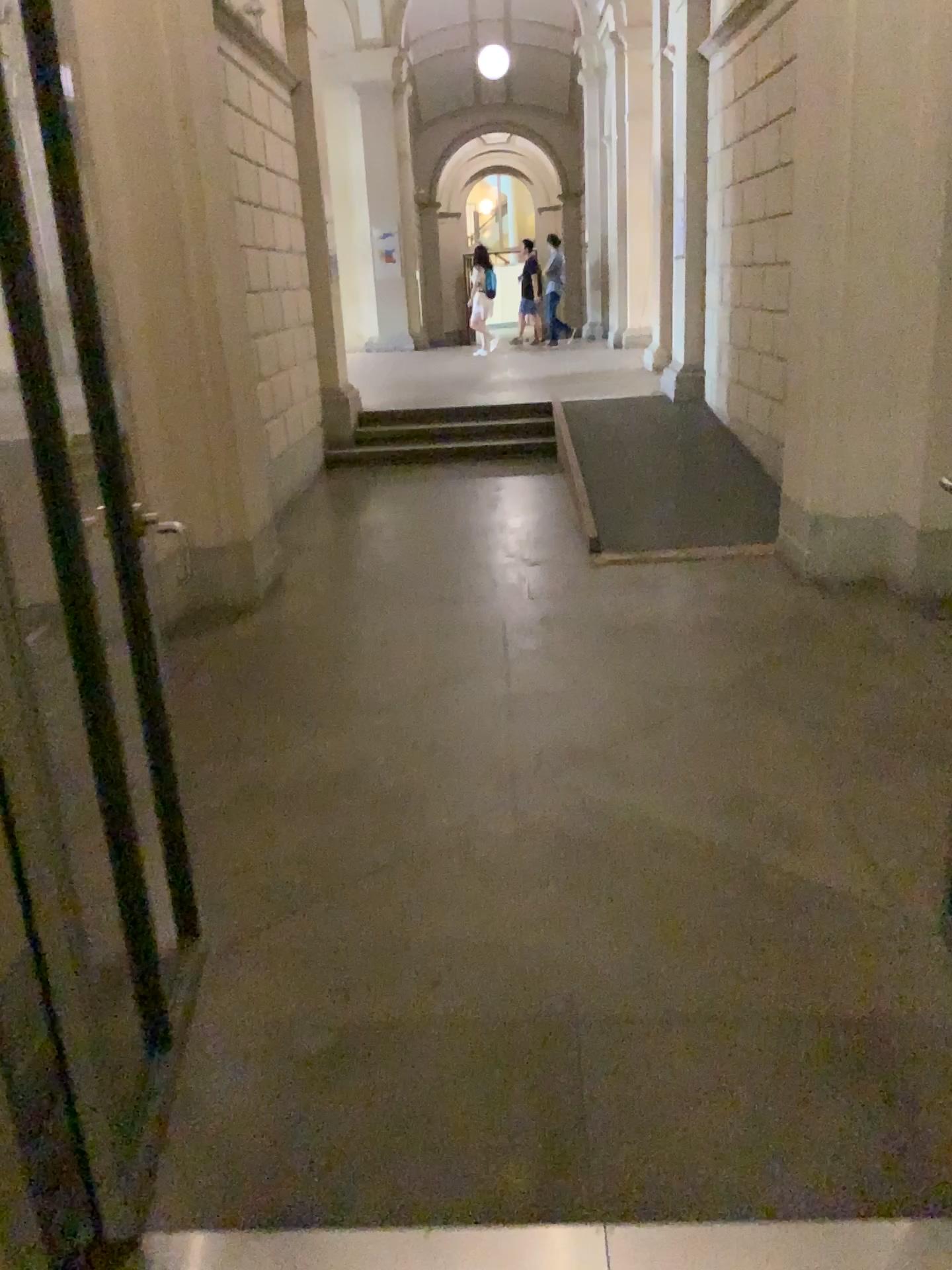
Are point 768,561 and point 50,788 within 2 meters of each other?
no
